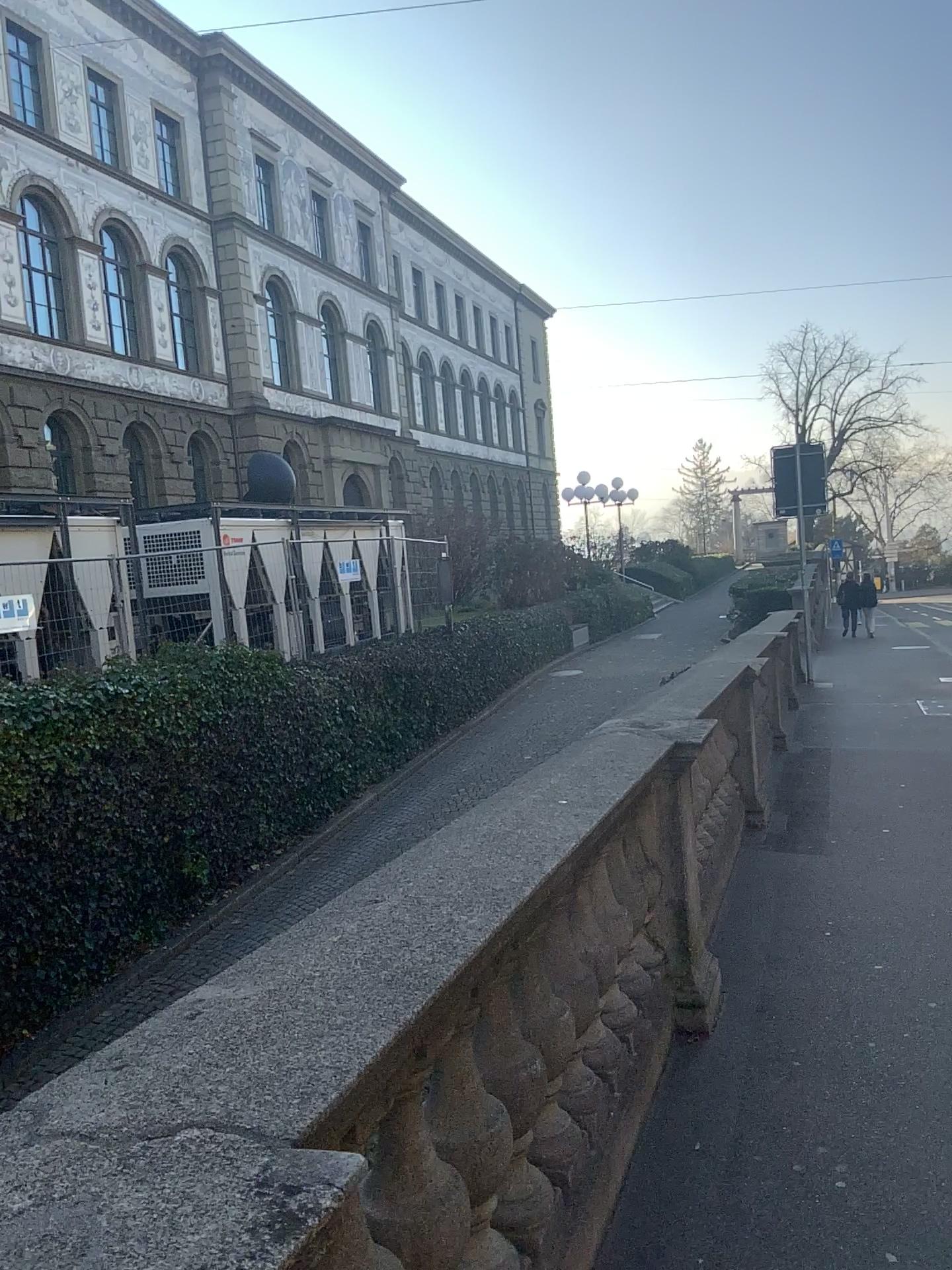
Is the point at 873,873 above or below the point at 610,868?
below
